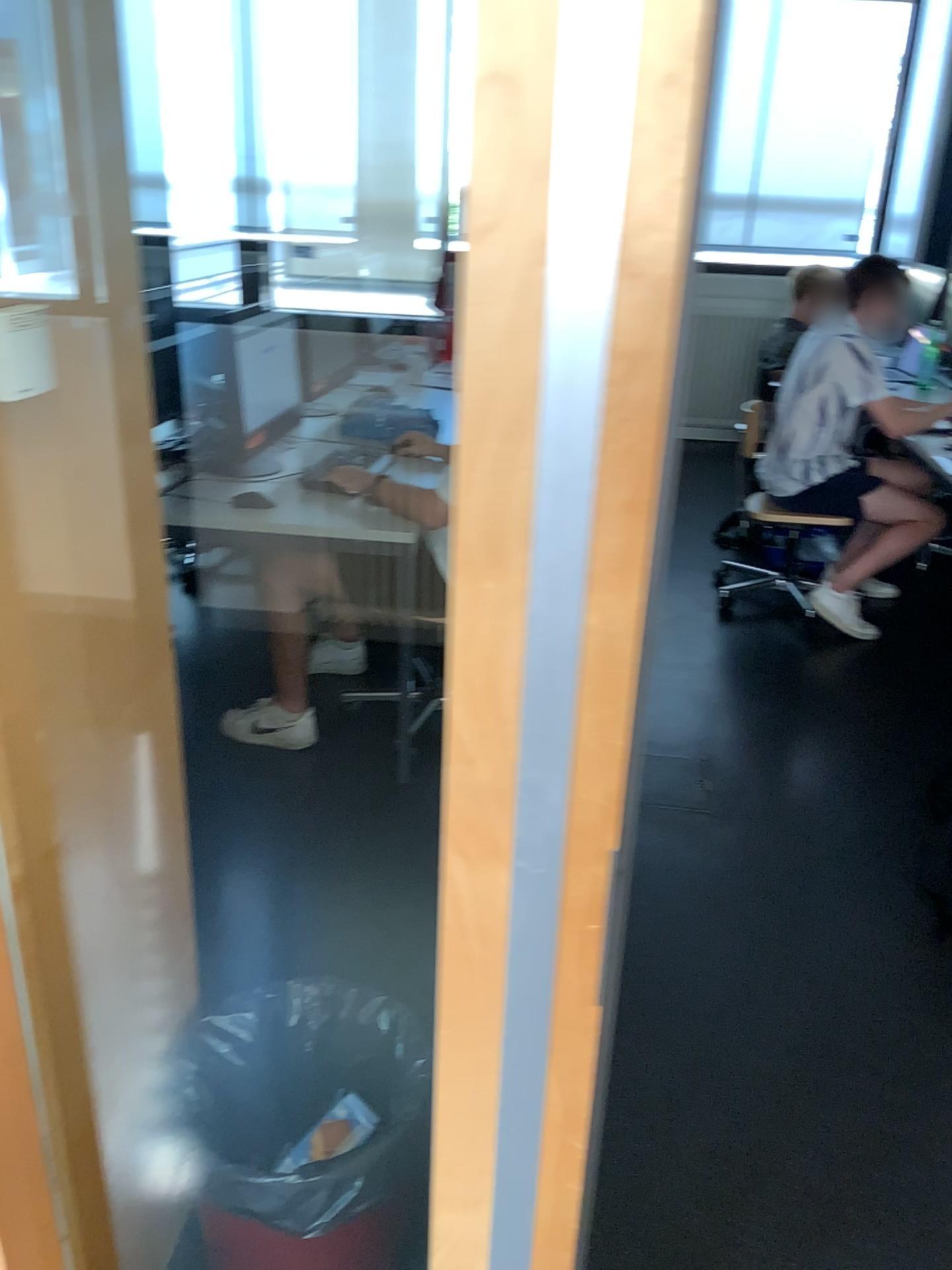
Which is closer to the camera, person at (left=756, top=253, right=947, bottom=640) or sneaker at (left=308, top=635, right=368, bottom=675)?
sneaker at (left=308, top=635, right=368, bottom=675)

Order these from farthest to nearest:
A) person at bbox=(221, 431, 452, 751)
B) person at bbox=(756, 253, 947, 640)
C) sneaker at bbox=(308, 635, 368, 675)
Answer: person at bbox=(756, 253, 947, 640), sneaker at bbox=(308, 635, 368, 675), person at bbox=(221, 431, 452, 751)

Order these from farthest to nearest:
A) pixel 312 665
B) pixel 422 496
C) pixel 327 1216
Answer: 1. pixel 312 665
2. pixel 422 496
3. pixel 327 1216

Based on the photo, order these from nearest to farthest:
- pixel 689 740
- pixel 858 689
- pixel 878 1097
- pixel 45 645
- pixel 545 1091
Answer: pixel 545 1091 → pixel 45 645 → pixel 878 1097 → pixel 689 740 → pixel 858 689

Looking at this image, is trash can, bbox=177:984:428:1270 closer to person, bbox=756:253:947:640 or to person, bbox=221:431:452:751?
person, bbox=221:431:452:751

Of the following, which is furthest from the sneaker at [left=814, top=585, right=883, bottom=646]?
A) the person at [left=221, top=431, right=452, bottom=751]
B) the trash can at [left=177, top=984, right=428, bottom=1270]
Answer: the trash can at [left=177, top=984, right=428, bottom=1270]

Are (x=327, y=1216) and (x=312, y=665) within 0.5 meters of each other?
no

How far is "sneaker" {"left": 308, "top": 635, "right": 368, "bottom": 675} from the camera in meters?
3.5

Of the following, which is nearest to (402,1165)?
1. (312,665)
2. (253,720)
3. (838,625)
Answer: (253,720)

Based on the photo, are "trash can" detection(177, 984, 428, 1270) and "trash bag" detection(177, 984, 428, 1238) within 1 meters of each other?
yes
